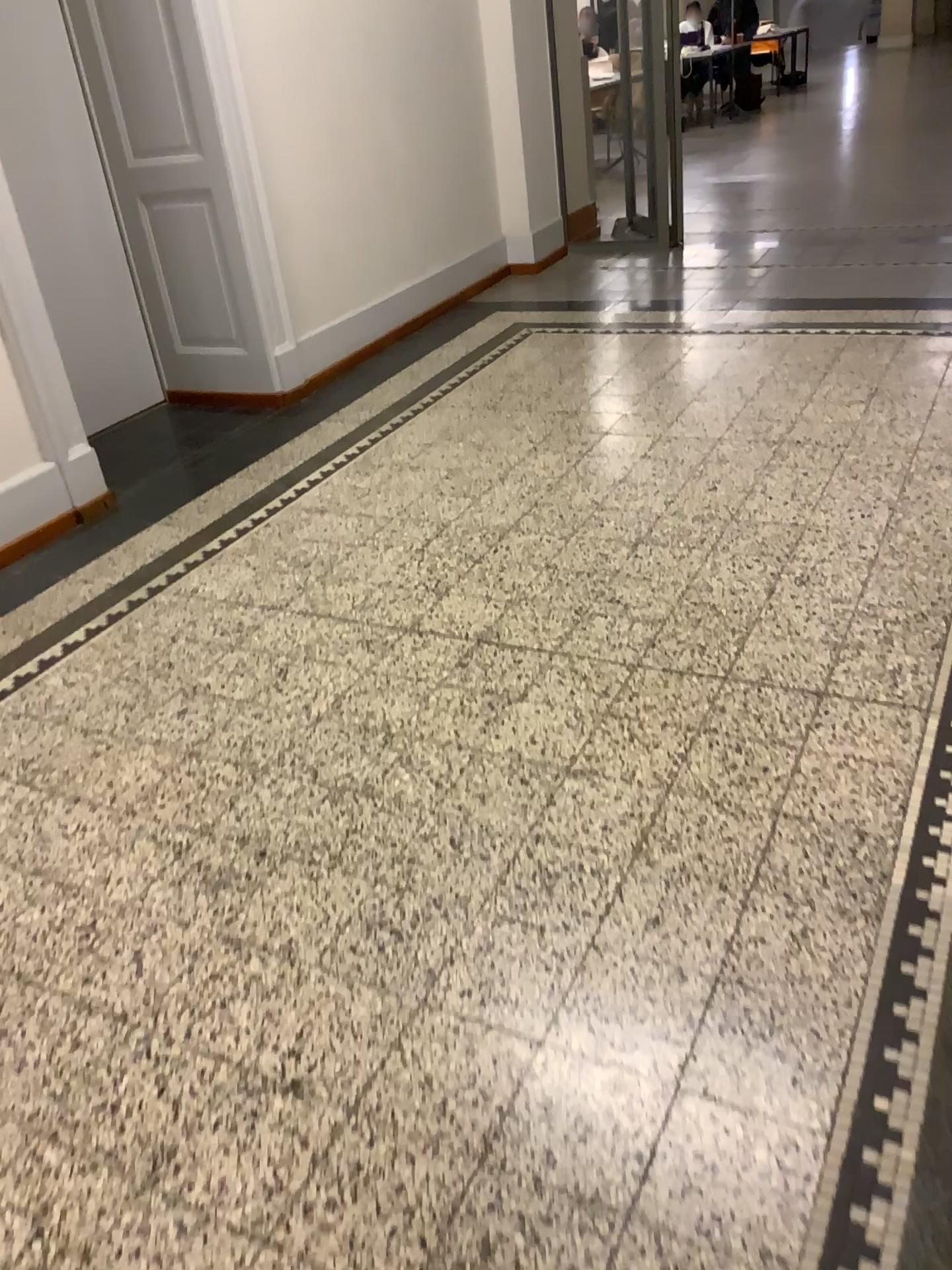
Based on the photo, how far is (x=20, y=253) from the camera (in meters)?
3.20

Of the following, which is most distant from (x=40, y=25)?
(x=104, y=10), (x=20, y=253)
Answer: (x=20, y=253)

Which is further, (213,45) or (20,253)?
(213,45)

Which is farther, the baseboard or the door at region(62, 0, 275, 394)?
the door at region(62, 0, 275, 394)

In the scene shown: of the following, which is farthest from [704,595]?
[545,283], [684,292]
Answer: [545,283]

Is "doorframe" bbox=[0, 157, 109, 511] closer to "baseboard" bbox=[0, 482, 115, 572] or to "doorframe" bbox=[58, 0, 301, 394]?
"baseboard" bbox=[0, 482, 115, 572]

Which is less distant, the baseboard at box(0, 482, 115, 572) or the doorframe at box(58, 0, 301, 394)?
the baseboard at box(0, 482, 115, 572)

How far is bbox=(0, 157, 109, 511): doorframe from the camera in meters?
3.2 m

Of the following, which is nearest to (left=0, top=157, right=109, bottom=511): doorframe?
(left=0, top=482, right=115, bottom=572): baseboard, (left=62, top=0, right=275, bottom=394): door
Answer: (left=0, top=482, right=115, bottom=572): baseboard

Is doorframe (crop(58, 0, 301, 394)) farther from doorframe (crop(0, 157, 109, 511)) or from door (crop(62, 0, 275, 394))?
doorframe (crop(0, 157, 109, 511))
